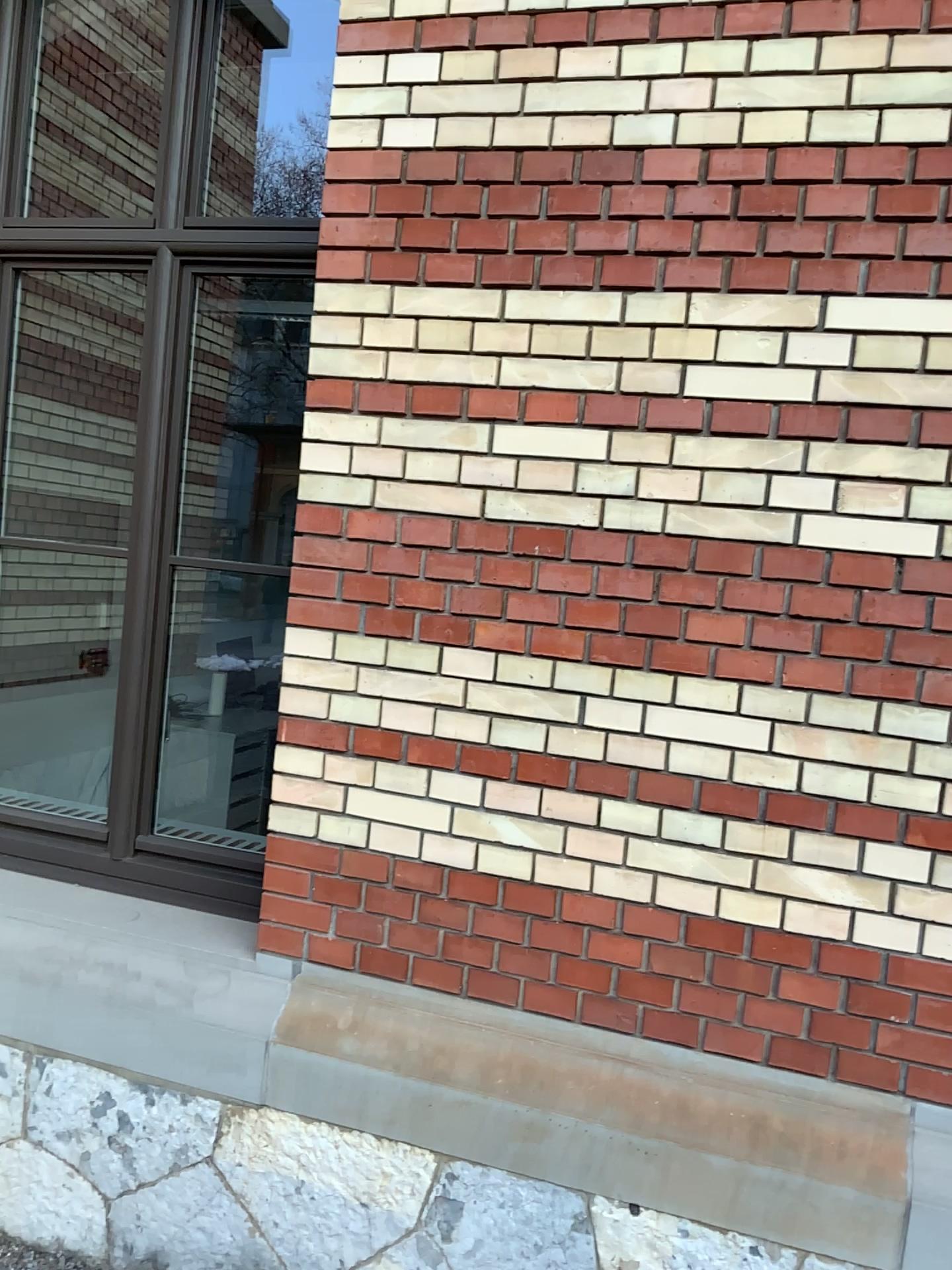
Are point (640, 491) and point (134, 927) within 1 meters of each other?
no

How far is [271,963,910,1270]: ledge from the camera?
2.0m

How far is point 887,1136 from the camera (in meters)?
2.04
